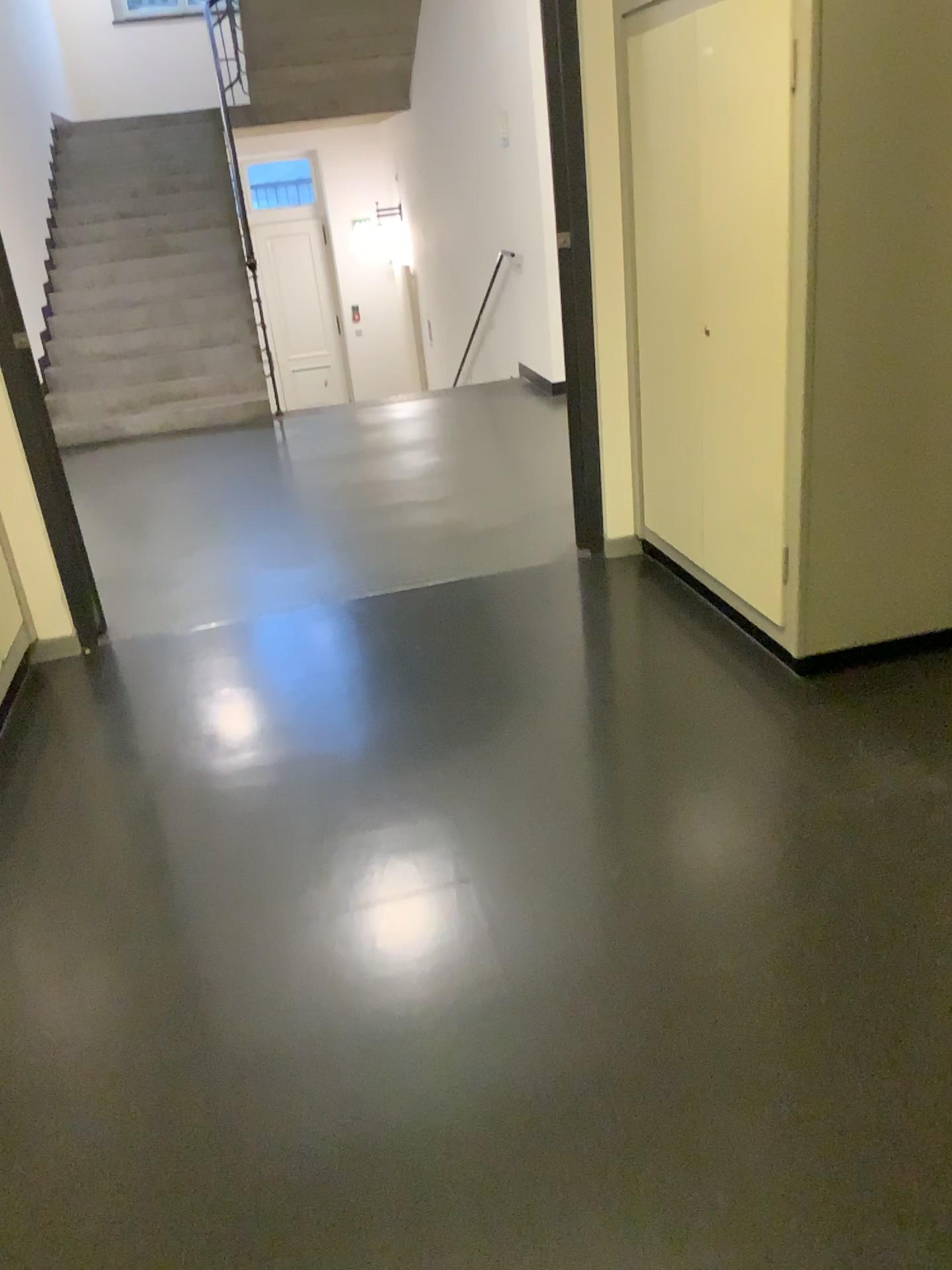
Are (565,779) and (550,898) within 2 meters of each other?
yes

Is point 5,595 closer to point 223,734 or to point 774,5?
point 223,734

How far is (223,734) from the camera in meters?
3.2 m

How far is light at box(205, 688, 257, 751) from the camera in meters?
3.2

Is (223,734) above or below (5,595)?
below

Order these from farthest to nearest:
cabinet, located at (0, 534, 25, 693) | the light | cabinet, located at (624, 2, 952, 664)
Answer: cabinet, located at (0, 534, 25, 693) → the light → cabinet, located at (624, 2, 952, 664)

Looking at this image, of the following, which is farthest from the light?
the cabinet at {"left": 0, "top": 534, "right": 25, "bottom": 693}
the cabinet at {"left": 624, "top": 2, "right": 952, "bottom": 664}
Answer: the cabinet at {"left": 624, "top": 2, "right": 952, "bottom": 664}

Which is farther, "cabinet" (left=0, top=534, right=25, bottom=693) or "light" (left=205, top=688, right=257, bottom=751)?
"cabinet" (left=0, top=534, right=25, bottom=693)

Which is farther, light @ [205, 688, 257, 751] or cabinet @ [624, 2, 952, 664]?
light @ [205, 688, 257, 751]

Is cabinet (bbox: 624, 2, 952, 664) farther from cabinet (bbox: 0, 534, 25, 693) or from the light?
cabinet (bbox: 0, 534, 25, 693)
